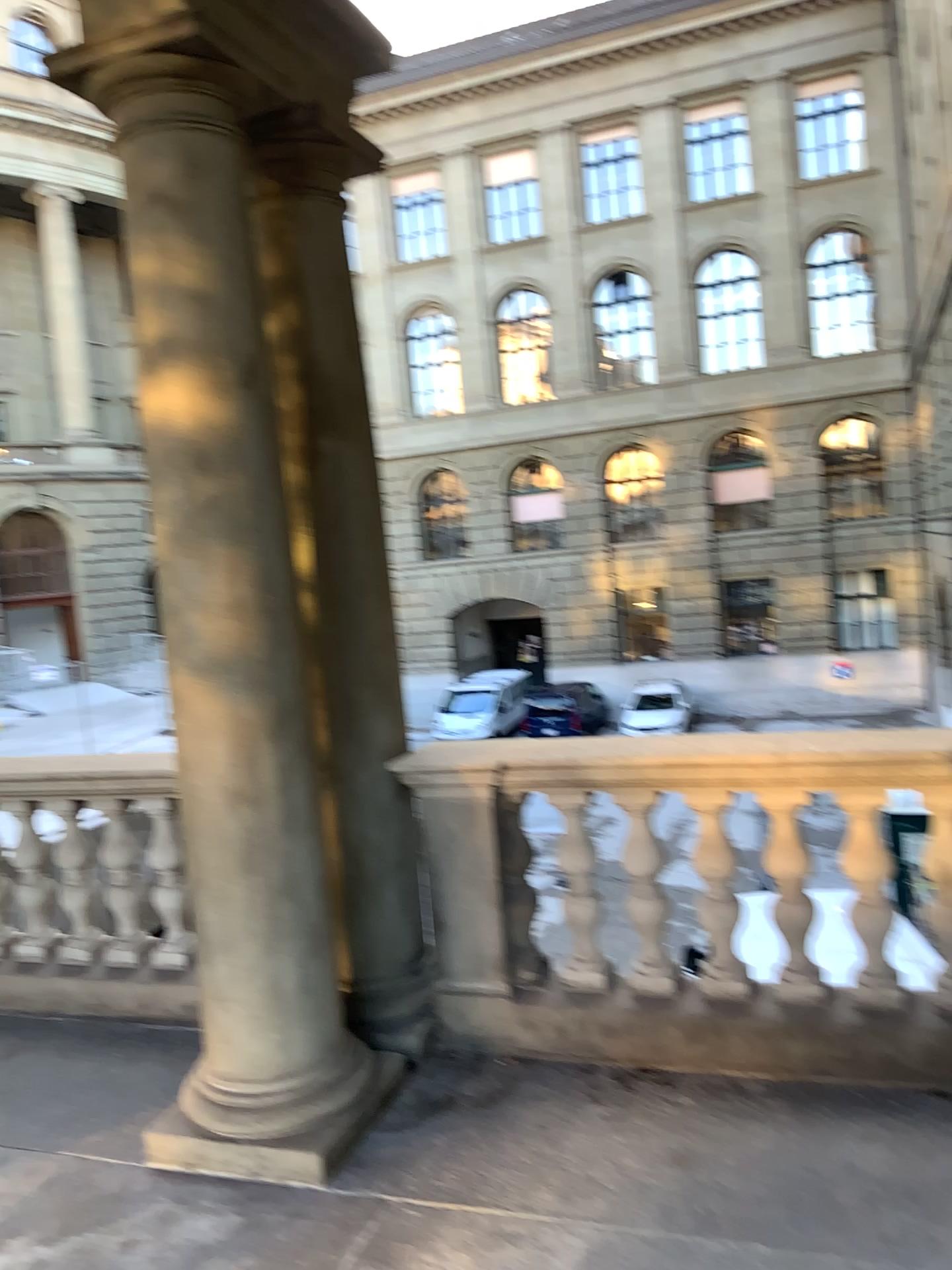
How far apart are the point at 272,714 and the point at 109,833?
1.49m
